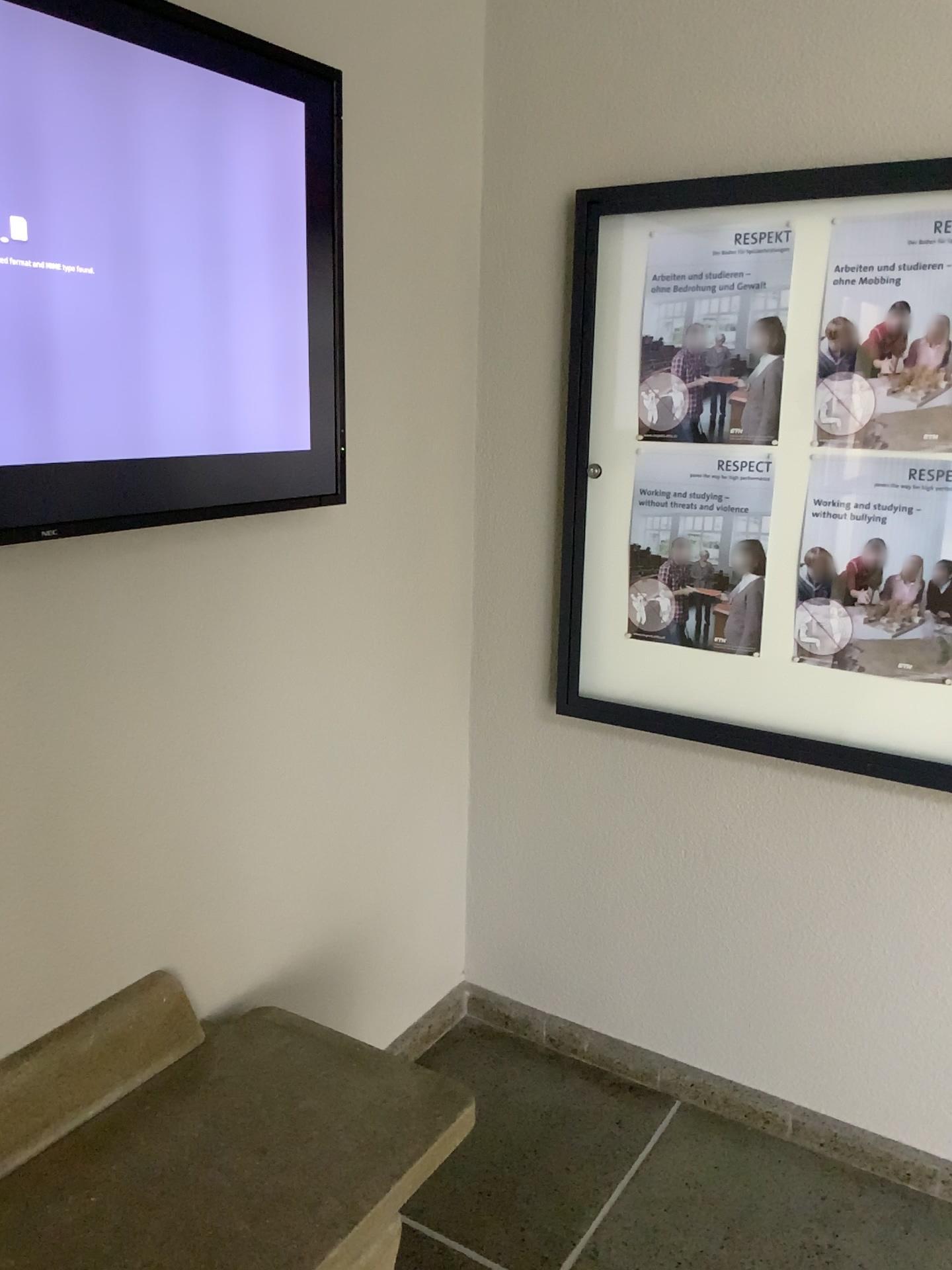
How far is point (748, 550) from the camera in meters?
2.2

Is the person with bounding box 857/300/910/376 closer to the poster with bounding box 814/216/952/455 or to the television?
the poster with bounding box 814/216/952/455

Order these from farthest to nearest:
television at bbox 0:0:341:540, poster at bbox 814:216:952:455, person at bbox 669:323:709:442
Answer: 1. person at bbox 669:323:709:442
2. poster at bbox 814:216:952:455
3. television at bbox 0:0:341:540

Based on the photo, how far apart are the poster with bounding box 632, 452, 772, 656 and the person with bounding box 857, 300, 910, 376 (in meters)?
0.25

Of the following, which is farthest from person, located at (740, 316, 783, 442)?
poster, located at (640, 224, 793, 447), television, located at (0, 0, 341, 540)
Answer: television, located at (0, 0, 341, 540)

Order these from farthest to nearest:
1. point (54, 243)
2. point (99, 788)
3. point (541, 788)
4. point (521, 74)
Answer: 1. point (541, 788)
2. point (521, 74)
3. point (99, 788)
4. point (54, 243)

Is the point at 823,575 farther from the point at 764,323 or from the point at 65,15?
the point at 65,15

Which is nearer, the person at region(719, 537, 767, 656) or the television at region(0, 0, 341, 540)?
the television at region(0, 0, 341, 540)

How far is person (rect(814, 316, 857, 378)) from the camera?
2.0 meters

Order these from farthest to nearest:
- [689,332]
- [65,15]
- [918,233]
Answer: [689,332], [918,233], [65,15]
